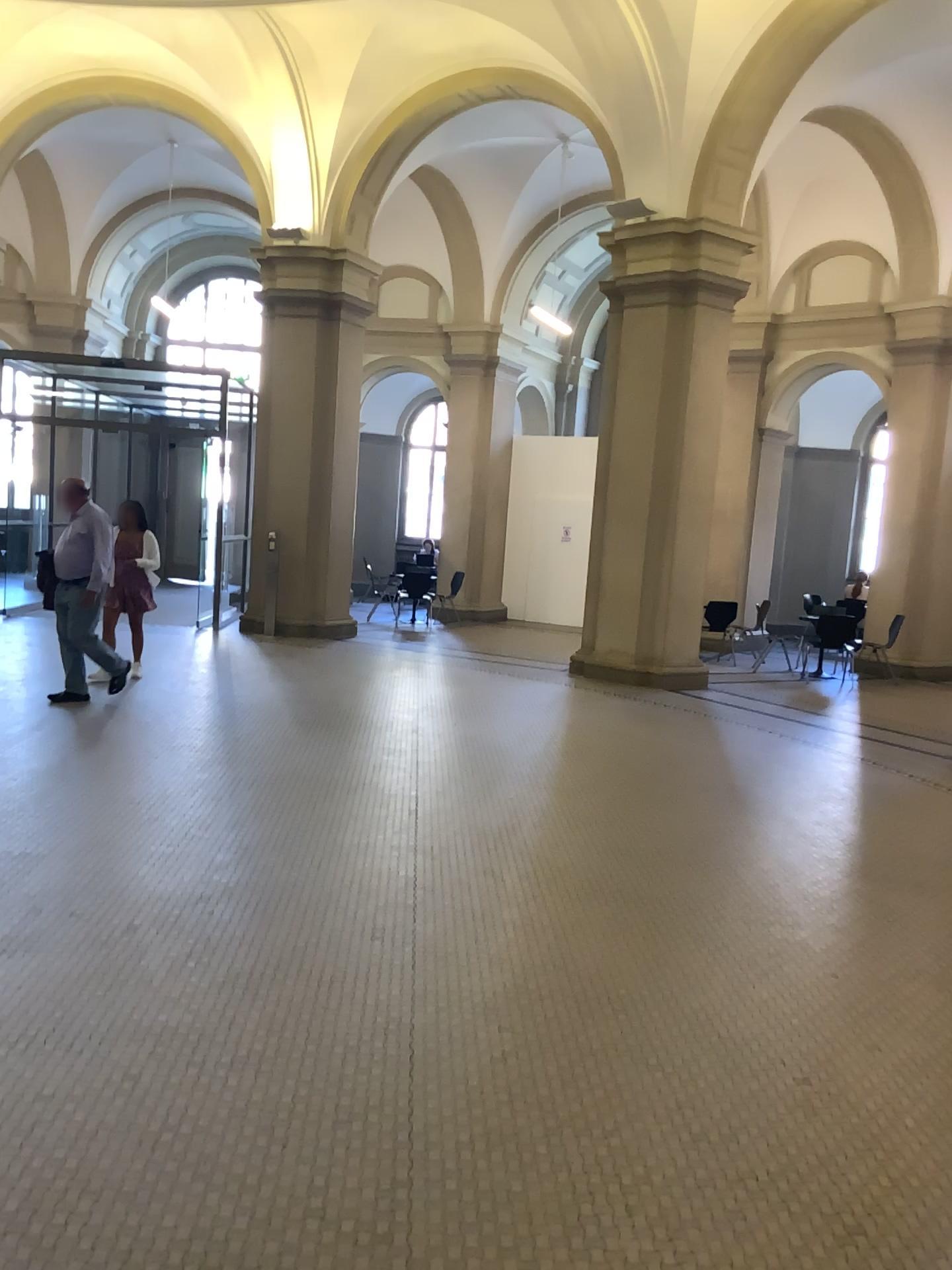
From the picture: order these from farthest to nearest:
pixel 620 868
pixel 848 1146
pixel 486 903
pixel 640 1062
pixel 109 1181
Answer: pixel 620 868 → pixel 486 903 → pixel 640 1062 → pixel 848 1146 → pixel 109 1181
